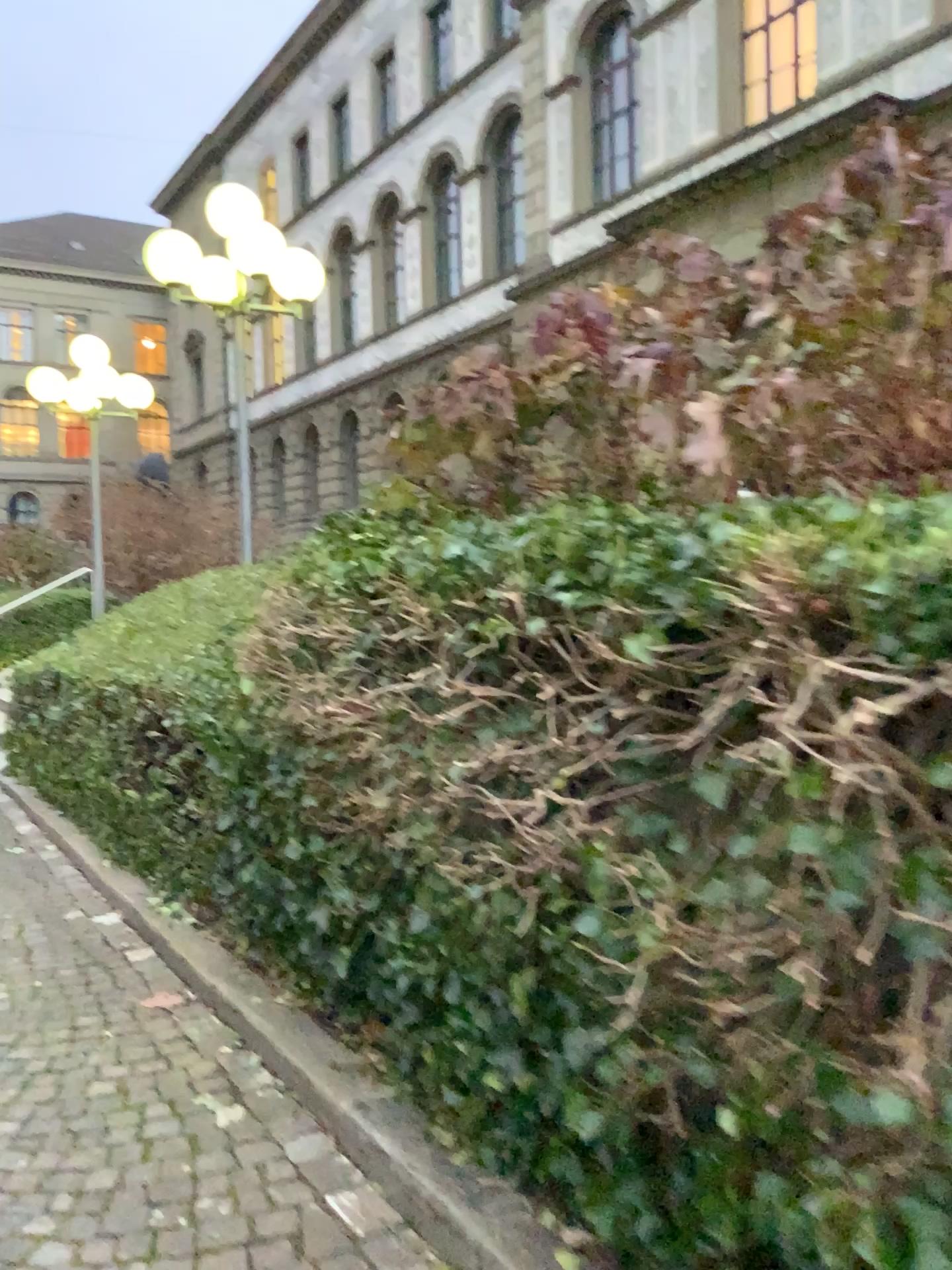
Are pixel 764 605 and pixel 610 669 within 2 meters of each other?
yes
